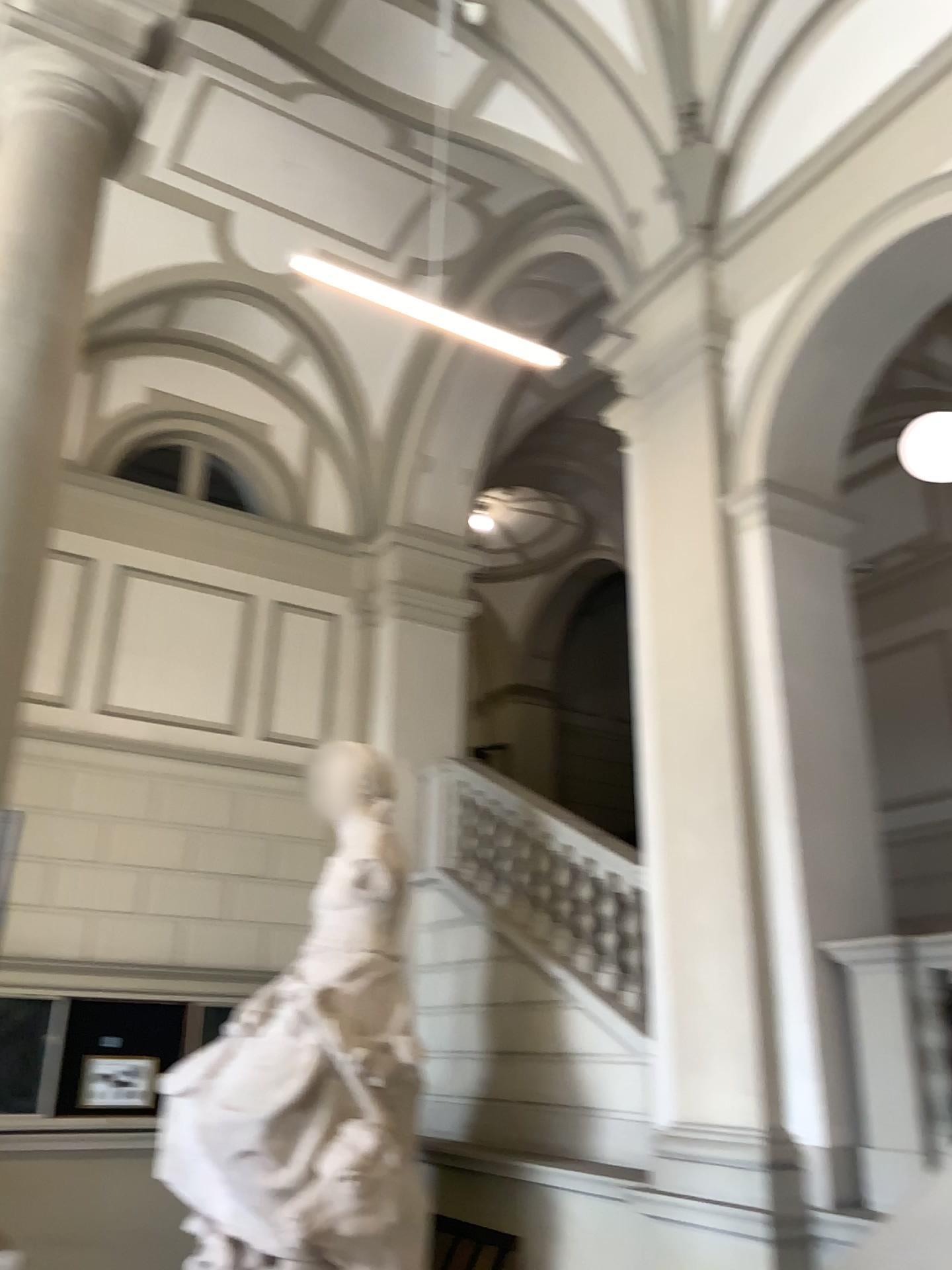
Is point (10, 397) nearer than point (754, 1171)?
Yes

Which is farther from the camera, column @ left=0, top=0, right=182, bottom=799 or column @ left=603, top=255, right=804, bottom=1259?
column @ left=603, top=255, right=804, bottom=1259

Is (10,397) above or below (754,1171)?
above

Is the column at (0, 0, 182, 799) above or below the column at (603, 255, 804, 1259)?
above

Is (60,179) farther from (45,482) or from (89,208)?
(45,482)
